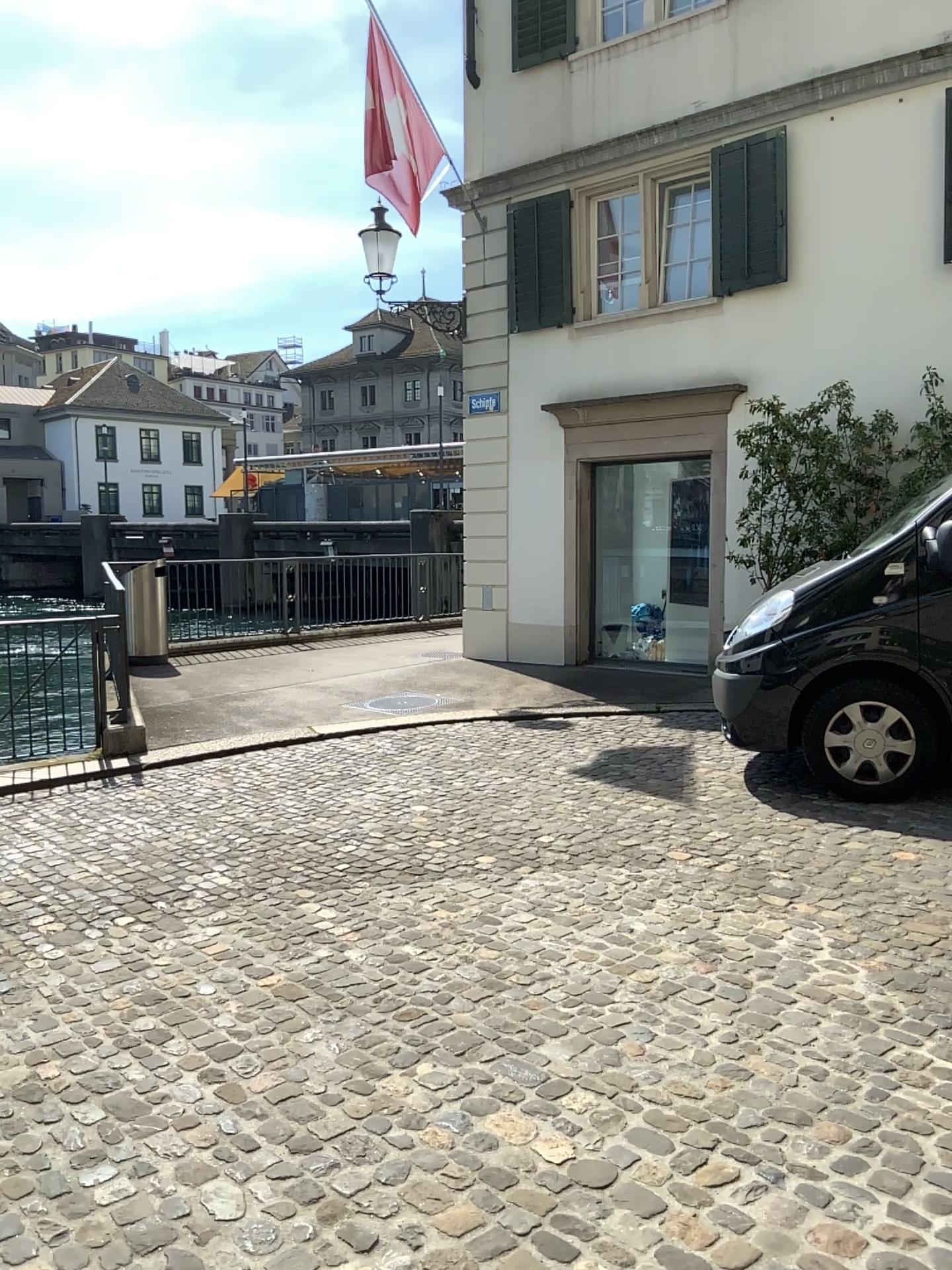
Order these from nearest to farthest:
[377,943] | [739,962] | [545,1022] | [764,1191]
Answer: [764,1191] < [545,1022] < [739,962] < [377,943]
